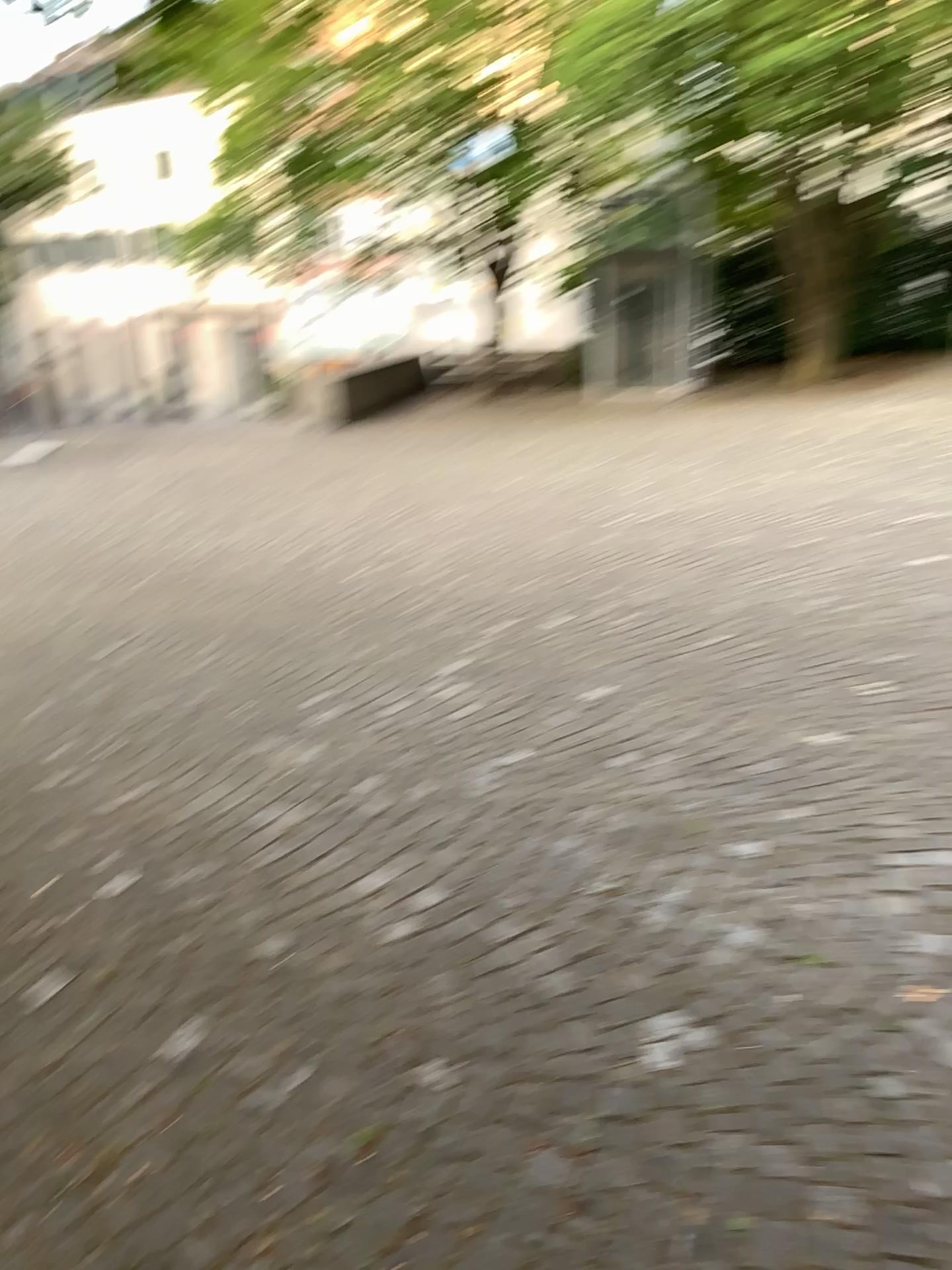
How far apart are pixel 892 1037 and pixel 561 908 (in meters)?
0.94
